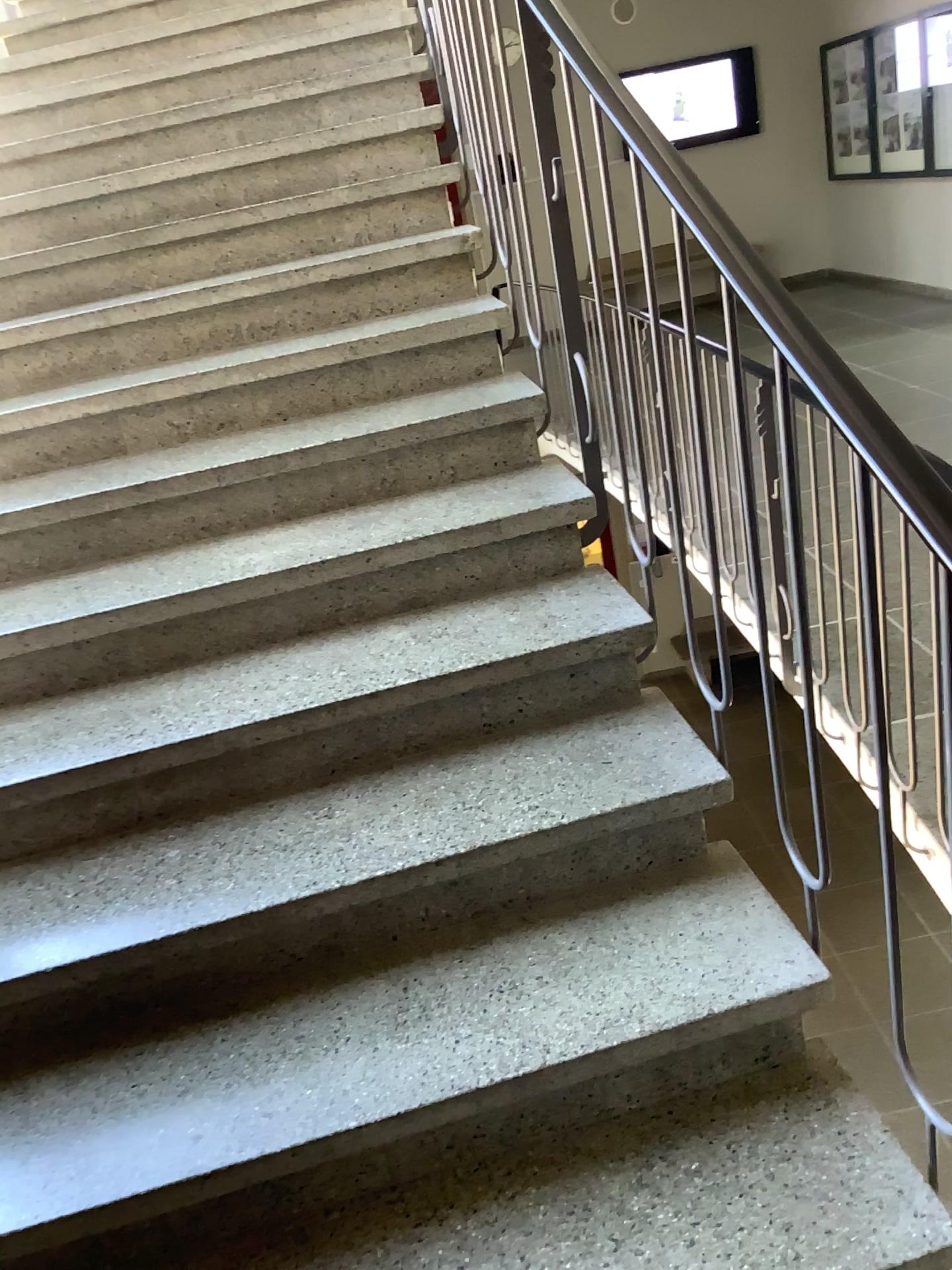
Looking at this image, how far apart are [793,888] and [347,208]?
2.2m
